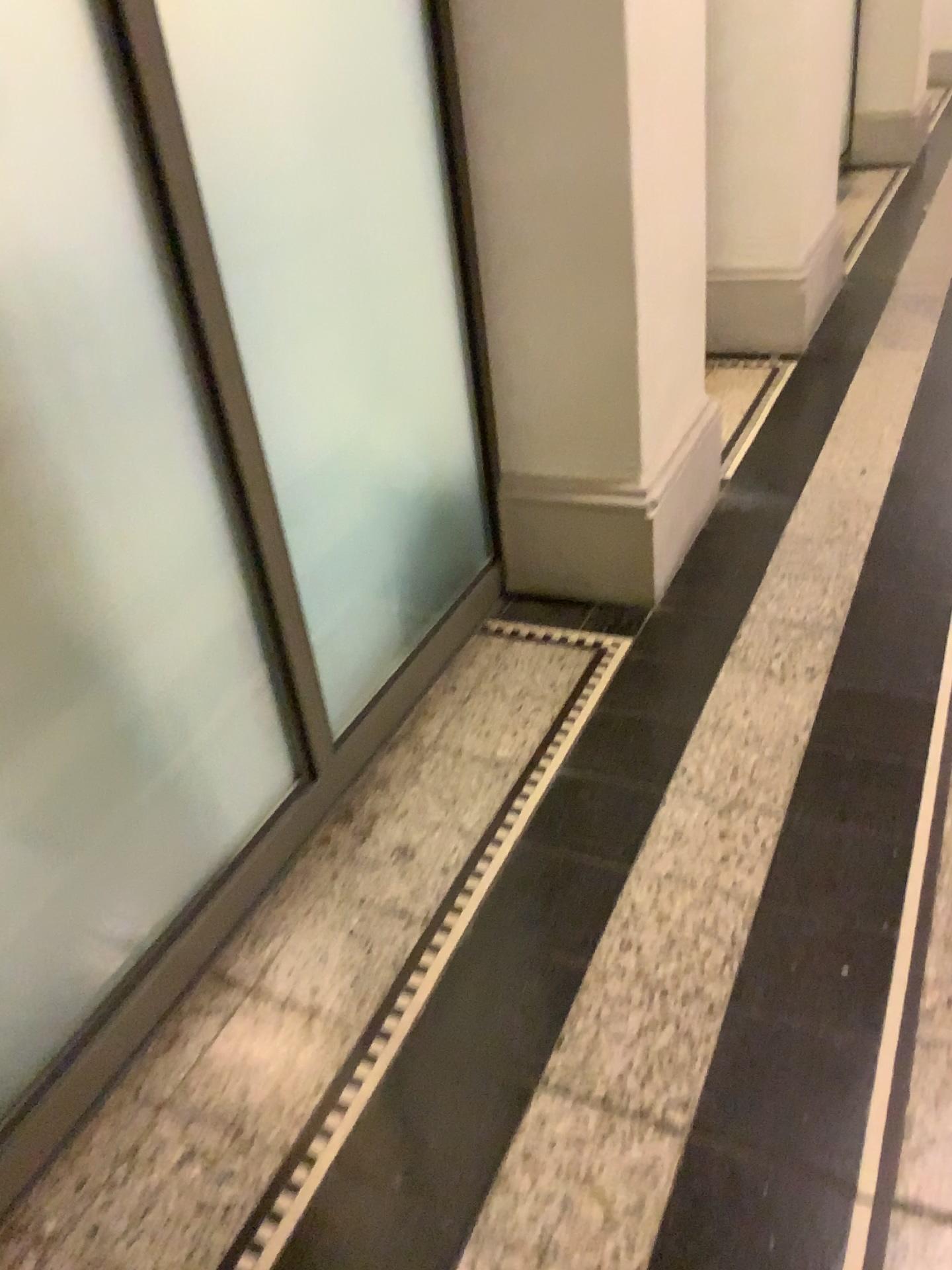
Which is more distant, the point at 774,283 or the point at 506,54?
the point at 774,283

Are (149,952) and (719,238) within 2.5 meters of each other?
no

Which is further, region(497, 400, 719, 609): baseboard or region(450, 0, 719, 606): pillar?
region(497, 400, 719, 609): baseboard

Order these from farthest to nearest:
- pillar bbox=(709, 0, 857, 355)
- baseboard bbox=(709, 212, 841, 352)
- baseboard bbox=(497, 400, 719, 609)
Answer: baseboard bbox=(709, 212, 841, 352) < pillar bbox=(709, 0, 857, 355) < baseboard bbox=(497, 400, 719, 609)

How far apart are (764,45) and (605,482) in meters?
2.0

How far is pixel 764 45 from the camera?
3.4 meters

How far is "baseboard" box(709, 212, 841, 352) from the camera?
A: 3.7 meters

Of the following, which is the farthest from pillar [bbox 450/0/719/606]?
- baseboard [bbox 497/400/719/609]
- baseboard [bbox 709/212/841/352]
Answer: baseboard [bbox 709/212/841/352]

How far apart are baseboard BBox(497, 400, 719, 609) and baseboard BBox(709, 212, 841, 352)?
1.33m

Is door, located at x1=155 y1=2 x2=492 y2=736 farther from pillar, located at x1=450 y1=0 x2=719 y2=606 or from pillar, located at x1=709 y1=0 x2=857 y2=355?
pillar, located at x1=709 y1=0 x2=857 y2=355
